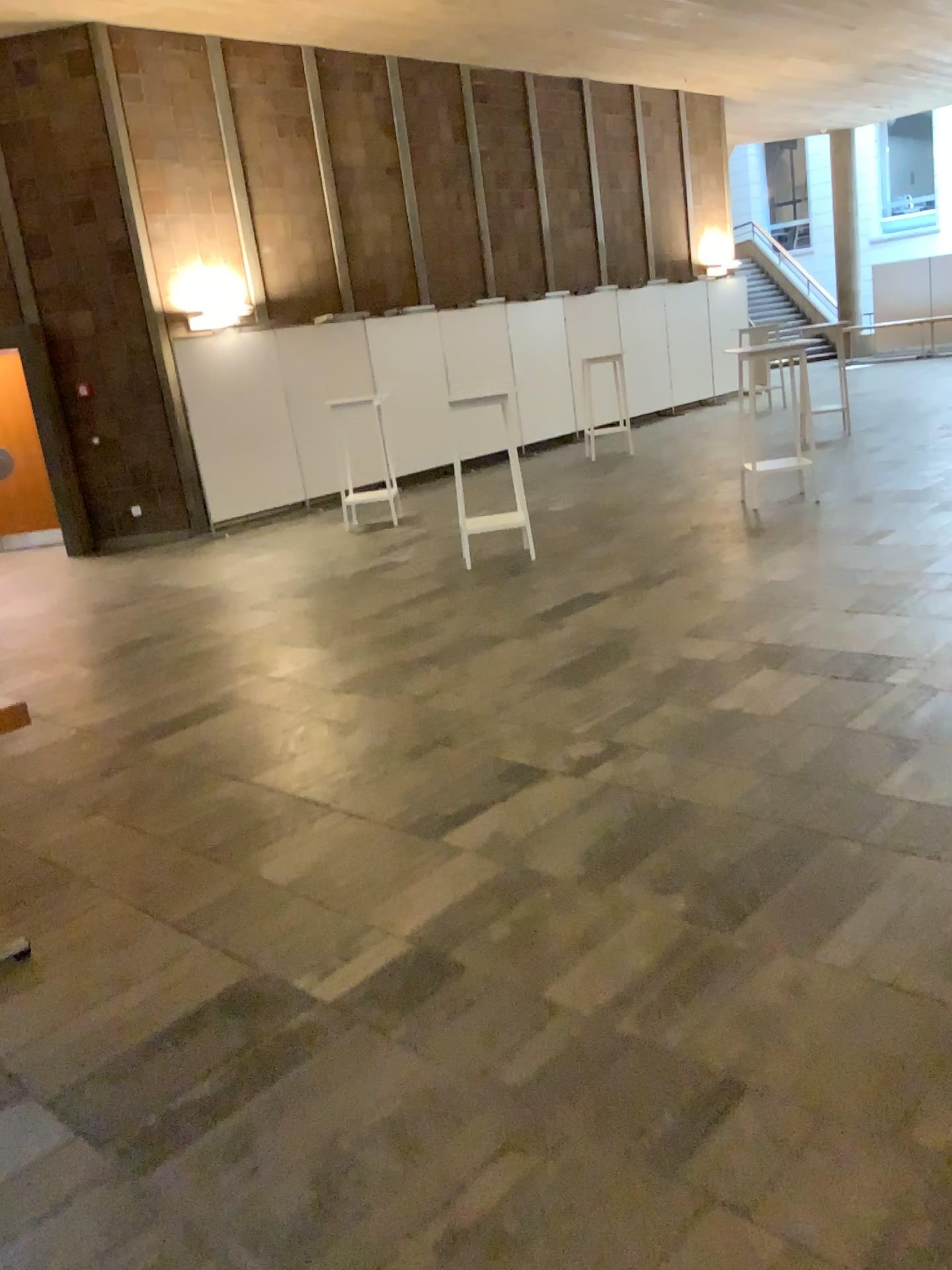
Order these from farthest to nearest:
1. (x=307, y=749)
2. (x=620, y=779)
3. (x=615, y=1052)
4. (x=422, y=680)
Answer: (x=422, y=680), (x=307, y=749), (x=620, y=779), (x=615, y=1052)
